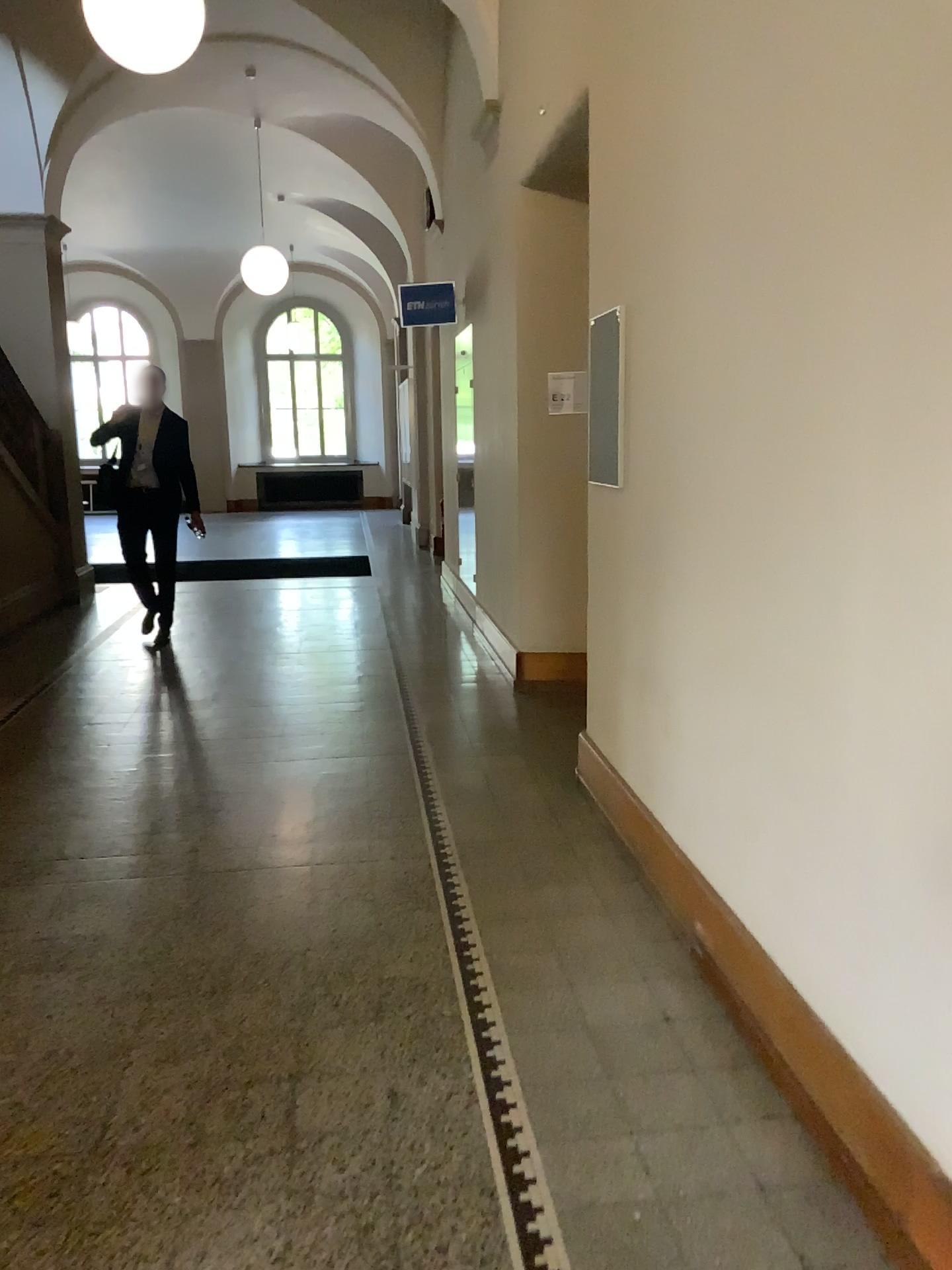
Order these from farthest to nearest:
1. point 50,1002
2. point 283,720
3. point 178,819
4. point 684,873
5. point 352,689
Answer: point 352,689
point 283,720
point 178,819
point 684,873
point 50,1002
